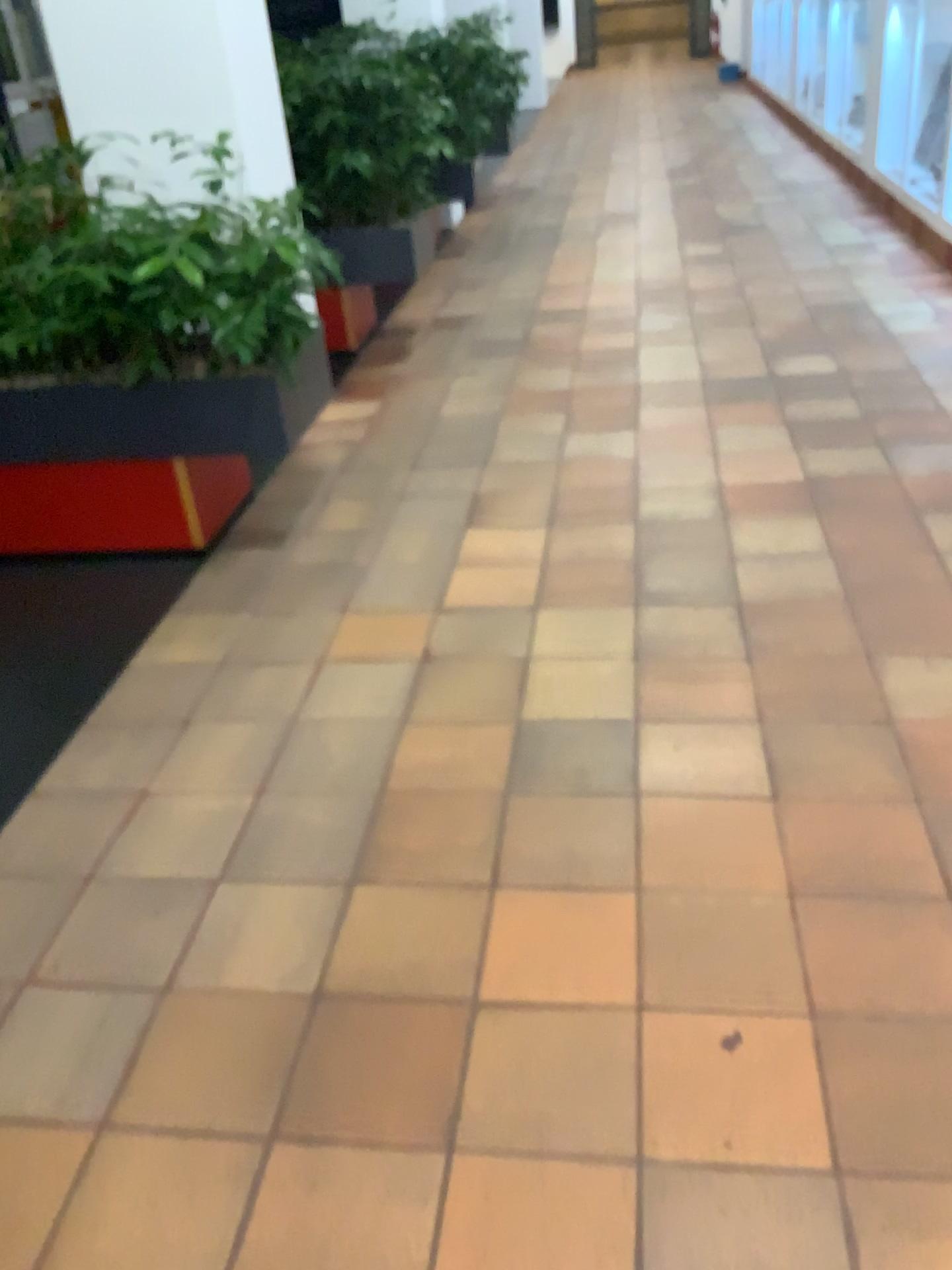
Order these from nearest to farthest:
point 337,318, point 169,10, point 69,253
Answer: point 69,253
point 169,10
point 337,318

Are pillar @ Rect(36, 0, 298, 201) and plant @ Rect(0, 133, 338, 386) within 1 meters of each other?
yes

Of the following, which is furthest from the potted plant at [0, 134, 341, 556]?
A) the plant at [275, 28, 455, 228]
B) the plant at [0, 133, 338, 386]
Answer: the plant at [275, 28, 455, 228]

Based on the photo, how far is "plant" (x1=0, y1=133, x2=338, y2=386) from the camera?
2.7 meters

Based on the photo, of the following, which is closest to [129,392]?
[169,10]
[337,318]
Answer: [169,10]

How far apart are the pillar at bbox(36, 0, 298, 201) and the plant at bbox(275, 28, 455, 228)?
0.69m

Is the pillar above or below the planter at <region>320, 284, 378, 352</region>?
above

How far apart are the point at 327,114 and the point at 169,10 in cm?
100

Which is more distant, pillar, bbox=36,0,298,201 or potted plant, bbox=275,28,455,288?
potted plant, bbox=275,28,455,288

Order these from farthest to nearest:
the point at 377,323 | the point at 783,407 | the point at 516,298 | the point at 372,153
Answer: the point at 516,298
the point at 377,323
the point at 372,153
the point at 783,407
